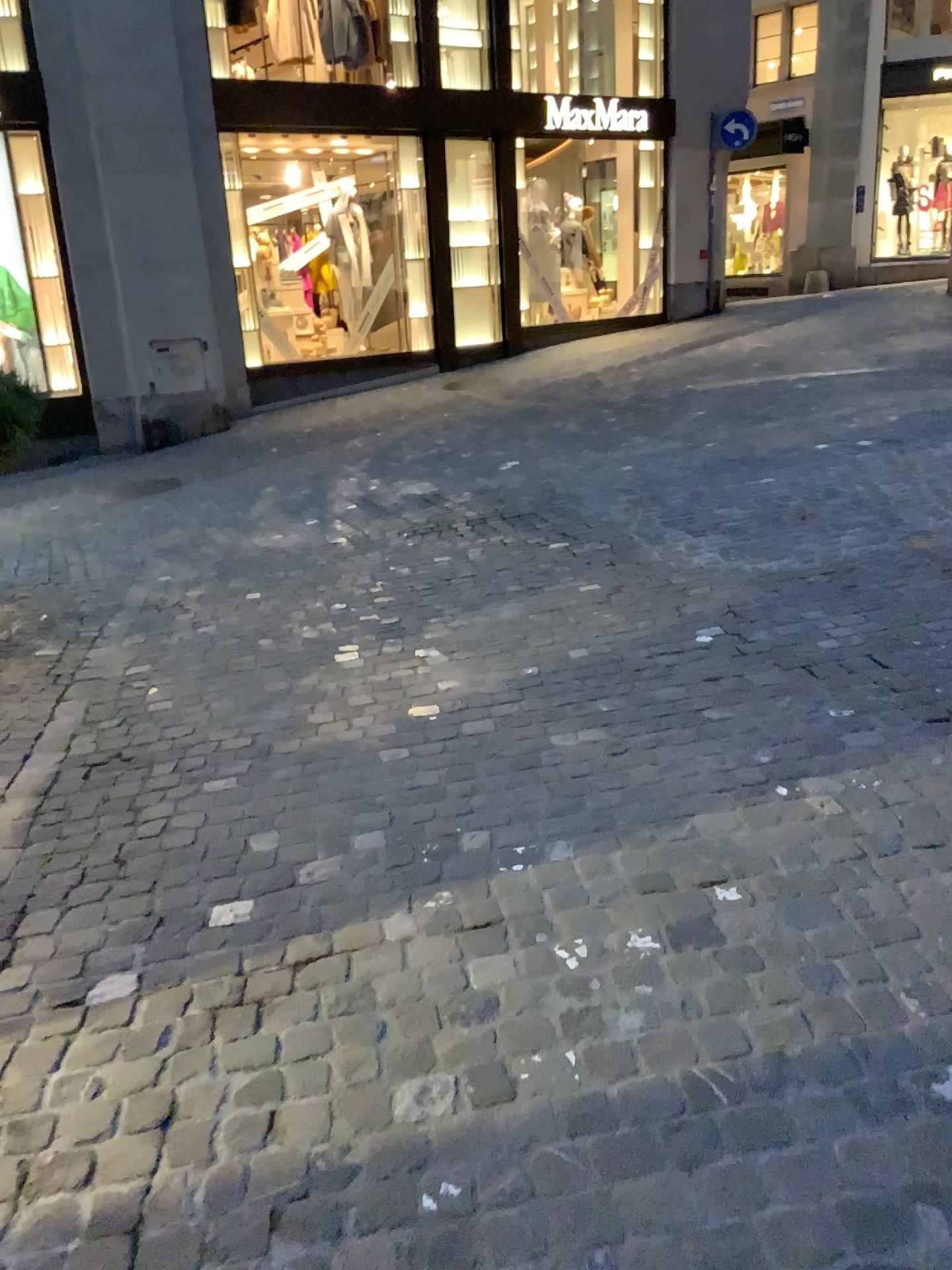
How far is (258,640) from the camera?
4.42m
